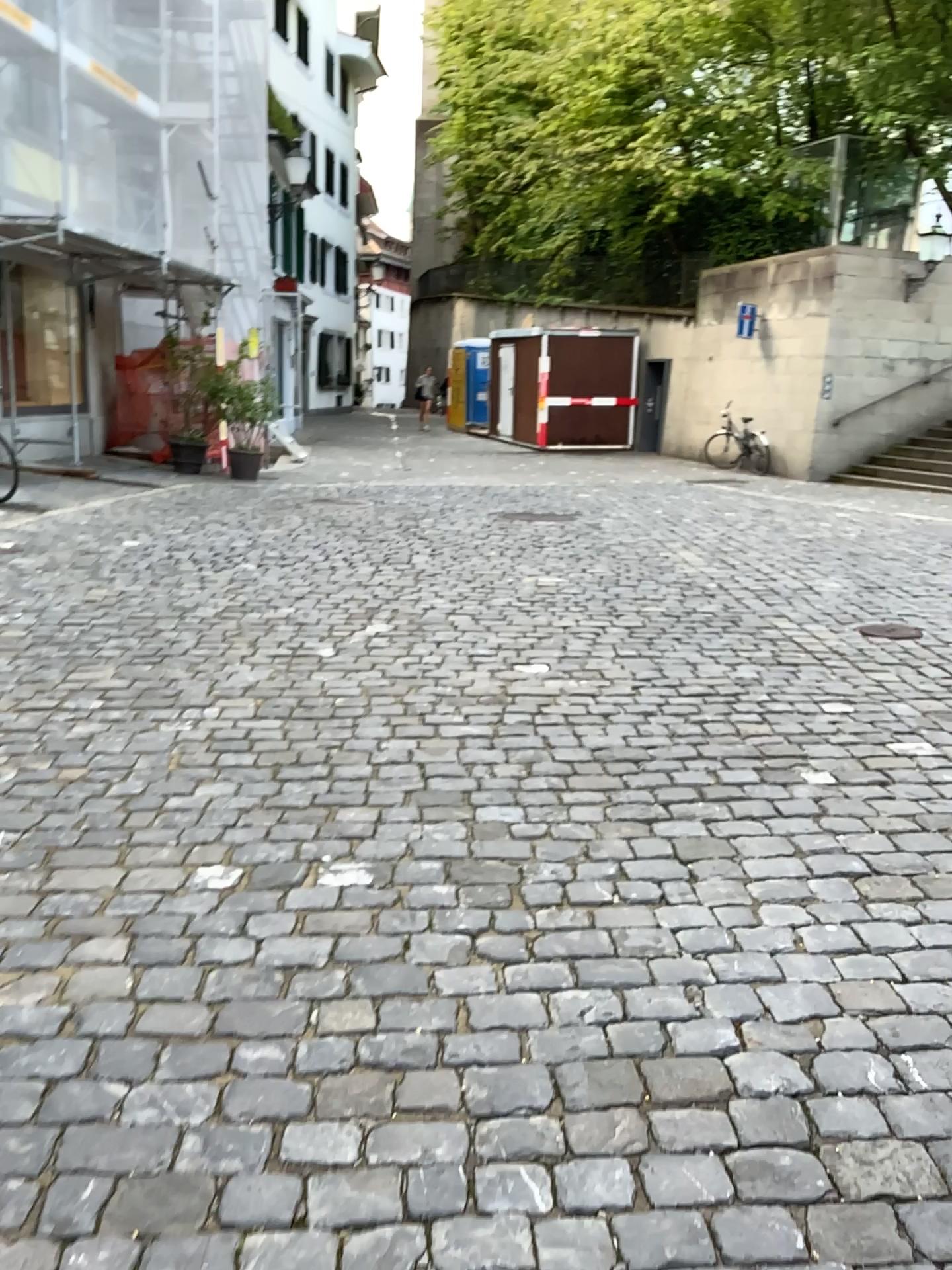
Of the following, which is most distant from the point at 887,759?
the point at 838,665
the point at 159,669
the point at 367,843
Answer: the point at 159,669
